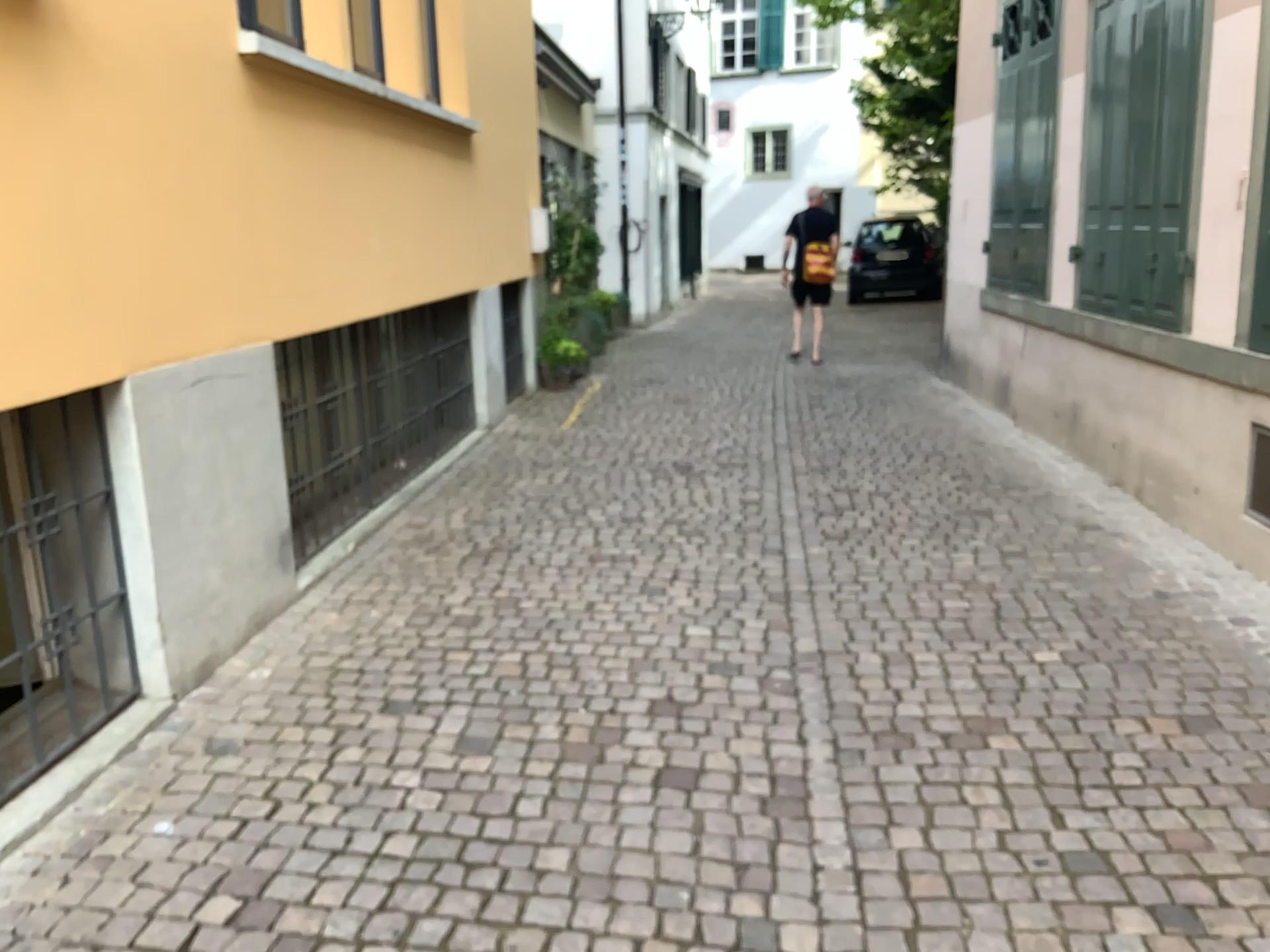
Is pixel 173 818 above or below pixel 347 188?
below
